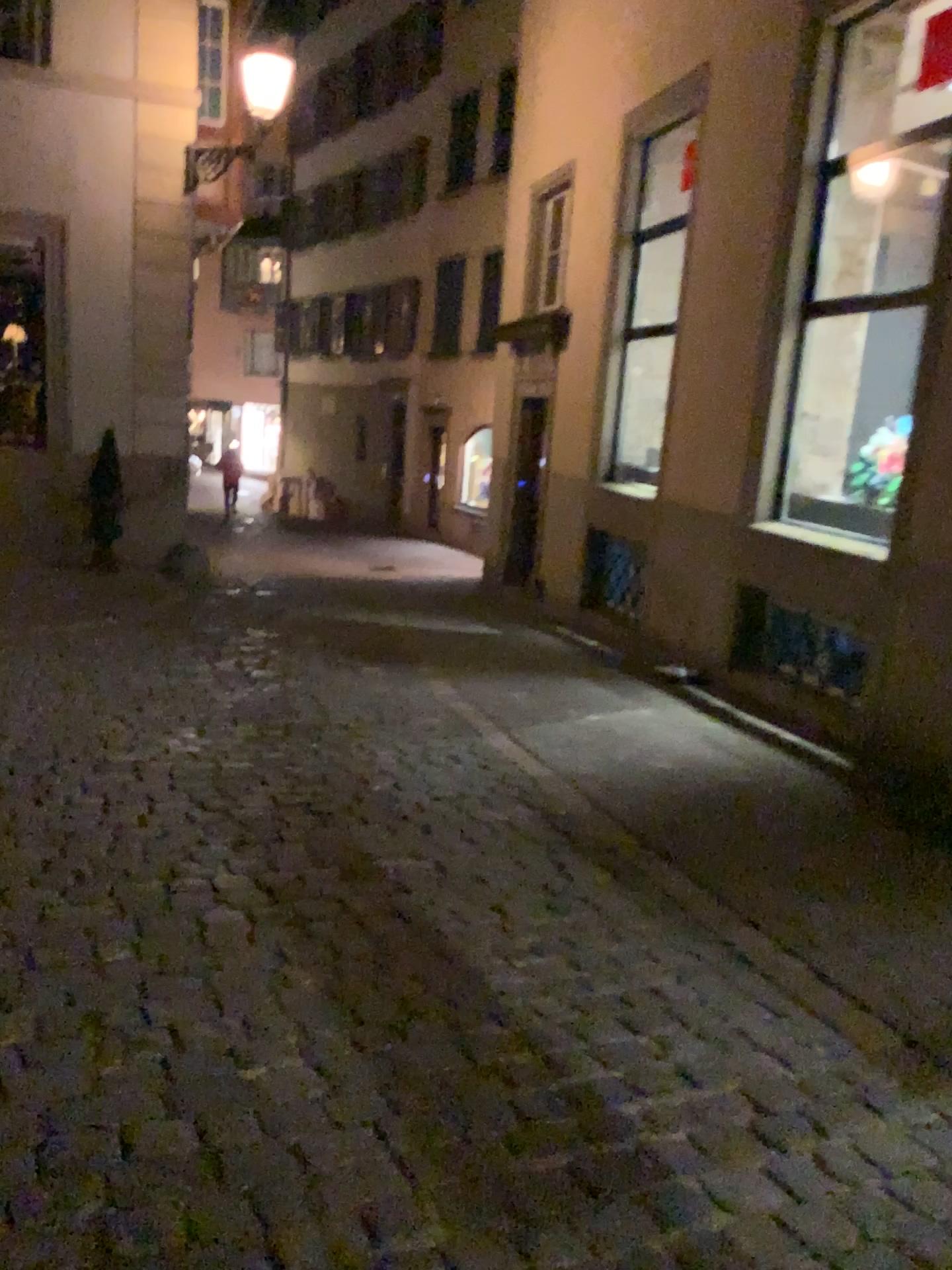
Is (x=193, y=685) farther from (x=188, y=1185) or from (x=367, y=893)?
(x=188, y=1185)
